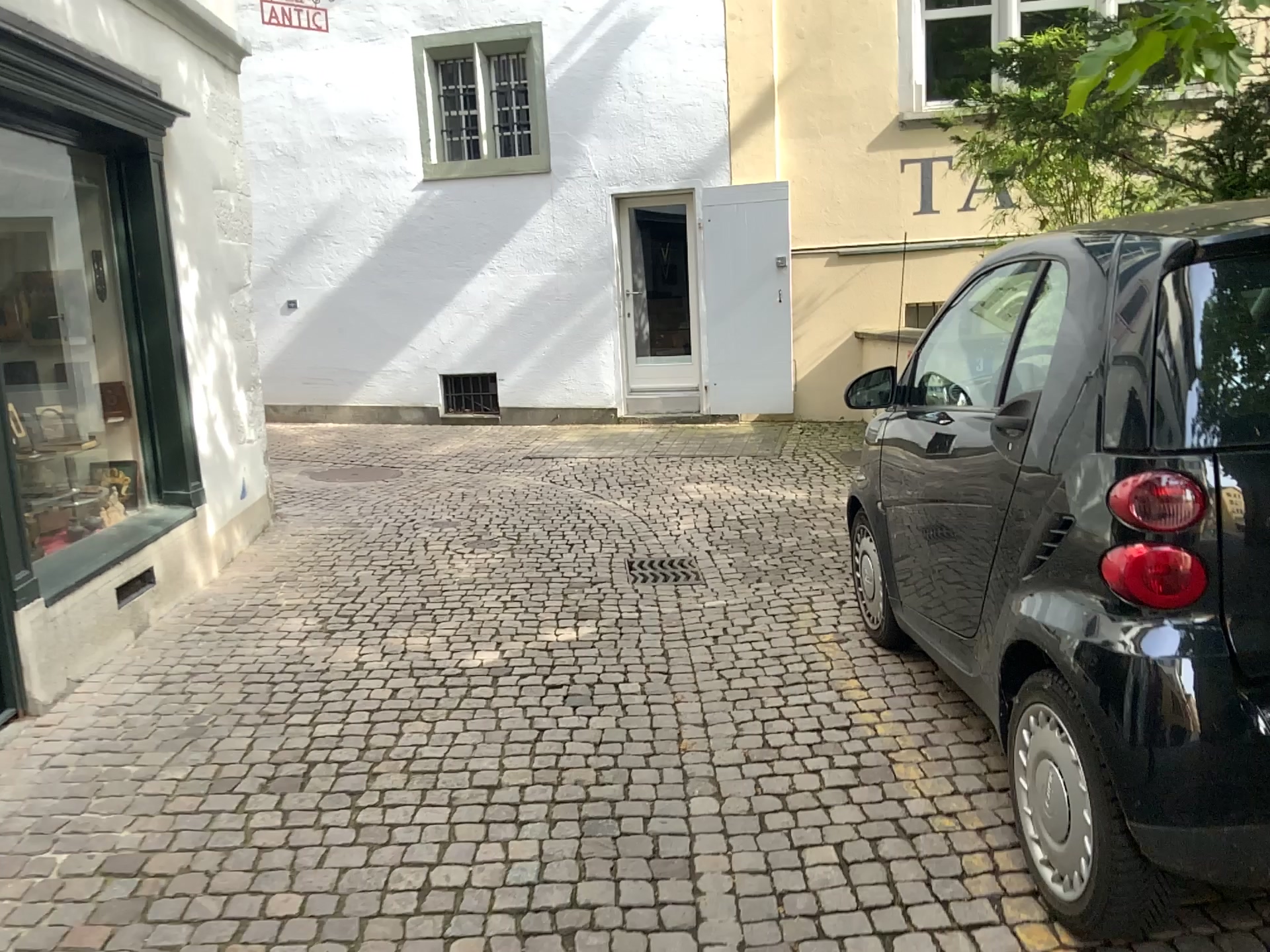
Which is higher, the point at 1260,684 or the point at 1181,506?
the point at 1181,506

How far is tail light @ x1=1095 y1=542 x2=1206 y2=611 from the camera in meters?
2.0 m

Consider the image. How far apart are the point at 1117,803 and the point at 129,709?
3.2m

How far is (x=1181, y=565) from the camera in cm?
195
